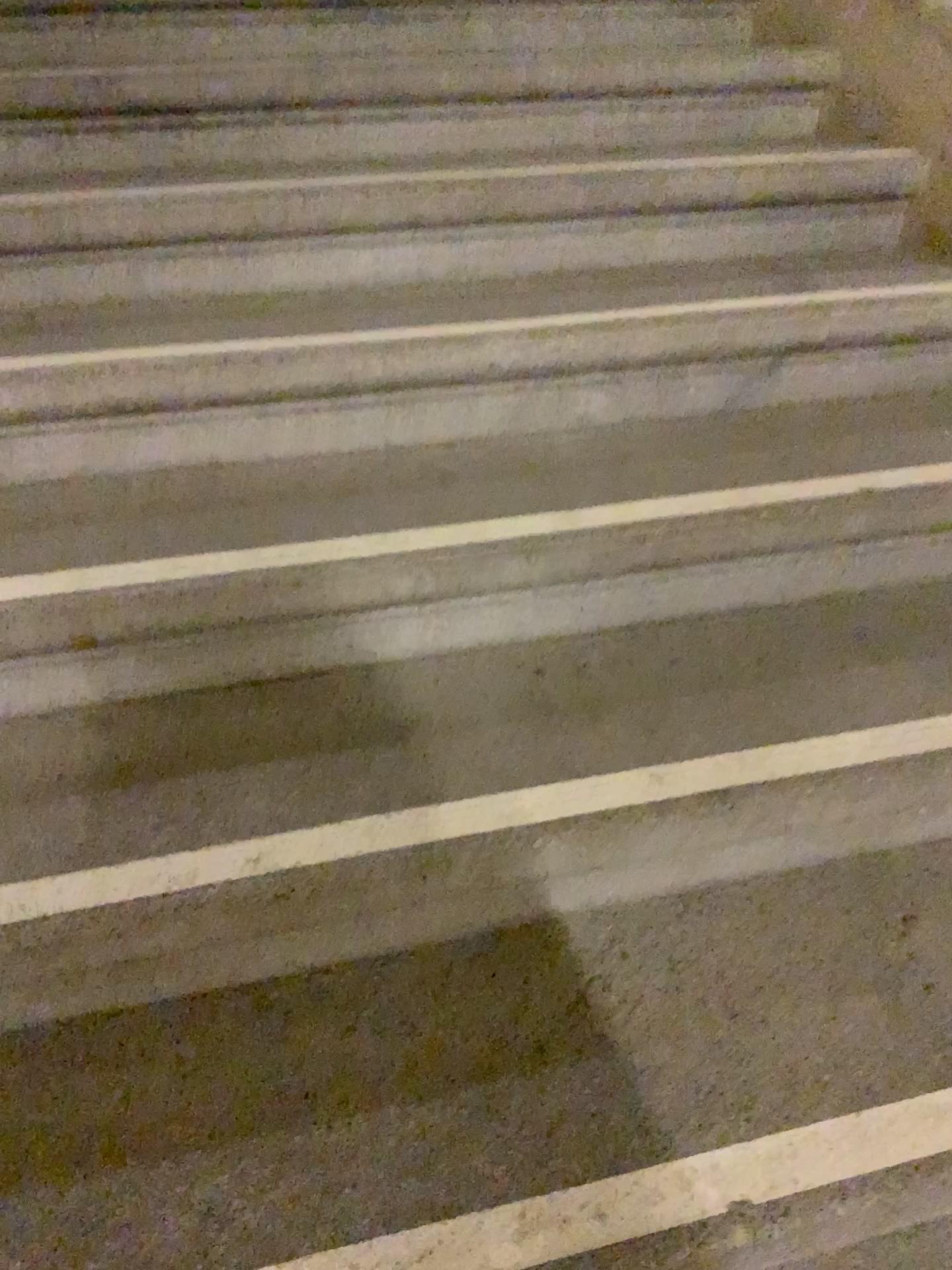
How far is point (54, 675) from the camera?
1.2m
